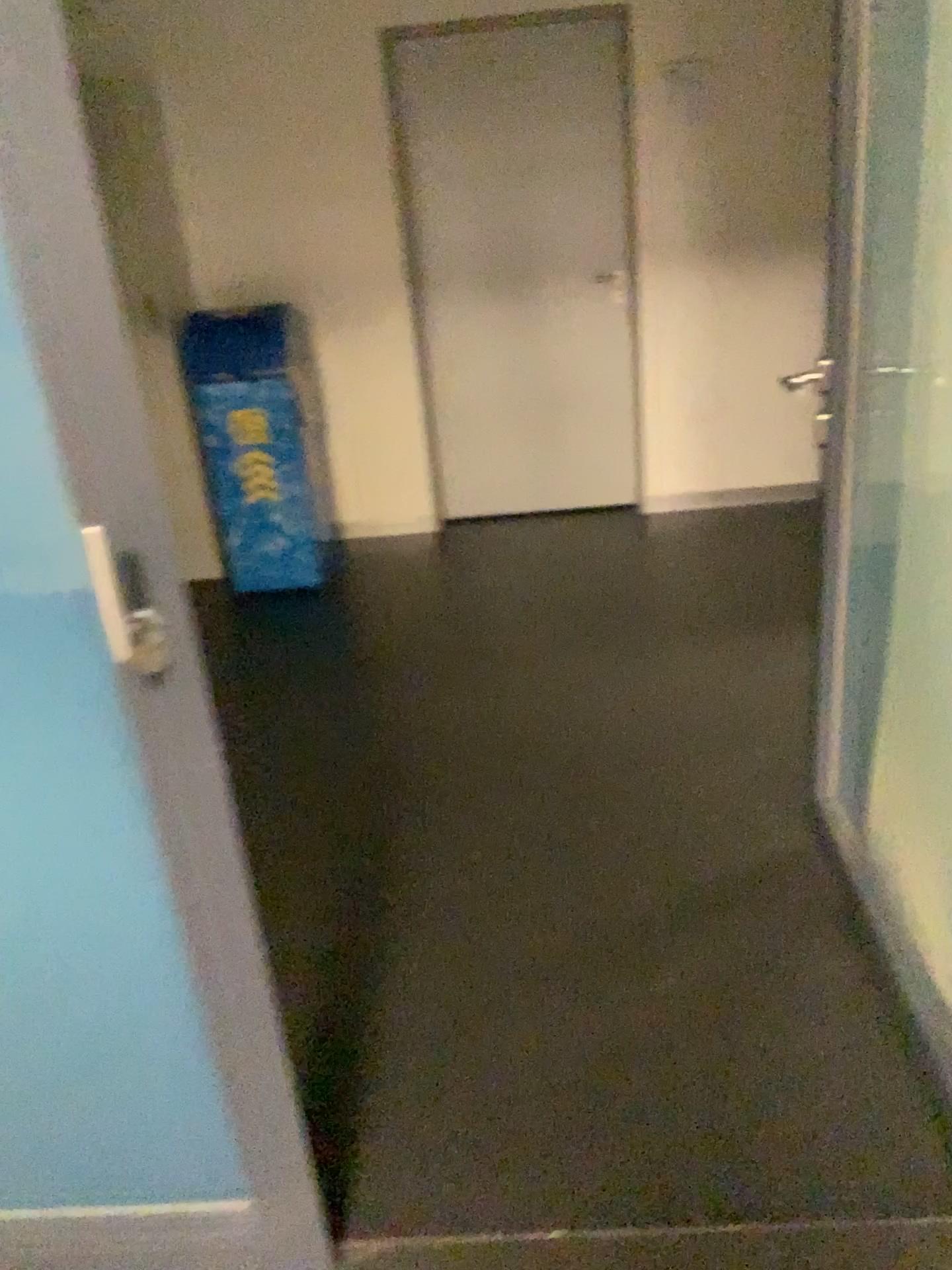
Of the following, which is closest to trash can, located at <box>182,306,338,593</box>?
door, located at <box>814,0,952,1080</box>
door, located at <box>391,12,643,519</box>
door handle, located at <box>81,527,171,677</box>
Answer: door, located at <box>391,12,643,519</box>

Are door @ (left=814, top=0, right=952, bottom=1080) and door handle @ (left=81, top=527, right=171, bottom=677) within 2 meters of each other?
yes

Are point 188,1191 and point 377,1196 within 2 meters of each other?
yes

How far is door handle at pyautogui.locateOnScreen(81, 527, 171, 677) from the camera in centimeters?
103cm

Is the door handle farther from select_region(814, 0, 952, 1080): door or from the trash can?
the trash can

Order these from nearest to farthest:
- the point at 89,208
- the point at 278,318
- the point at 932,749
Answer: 1. the point at 89,208
2. the point at 932,749
3. the point at 278,318

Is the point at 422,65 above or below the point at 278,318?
above

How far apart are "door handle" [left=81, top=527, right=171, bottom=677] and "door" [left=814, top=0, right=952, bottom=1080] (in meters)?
1.33

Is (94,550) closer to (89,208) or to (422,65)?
(89,208)

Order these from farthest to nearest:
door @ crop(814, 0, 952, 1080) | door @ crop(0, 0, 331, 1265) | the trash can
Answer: the trash can
door @ crop(814, 0, 952, 1080)
door @ crop(0, 0, 331, 1265)
